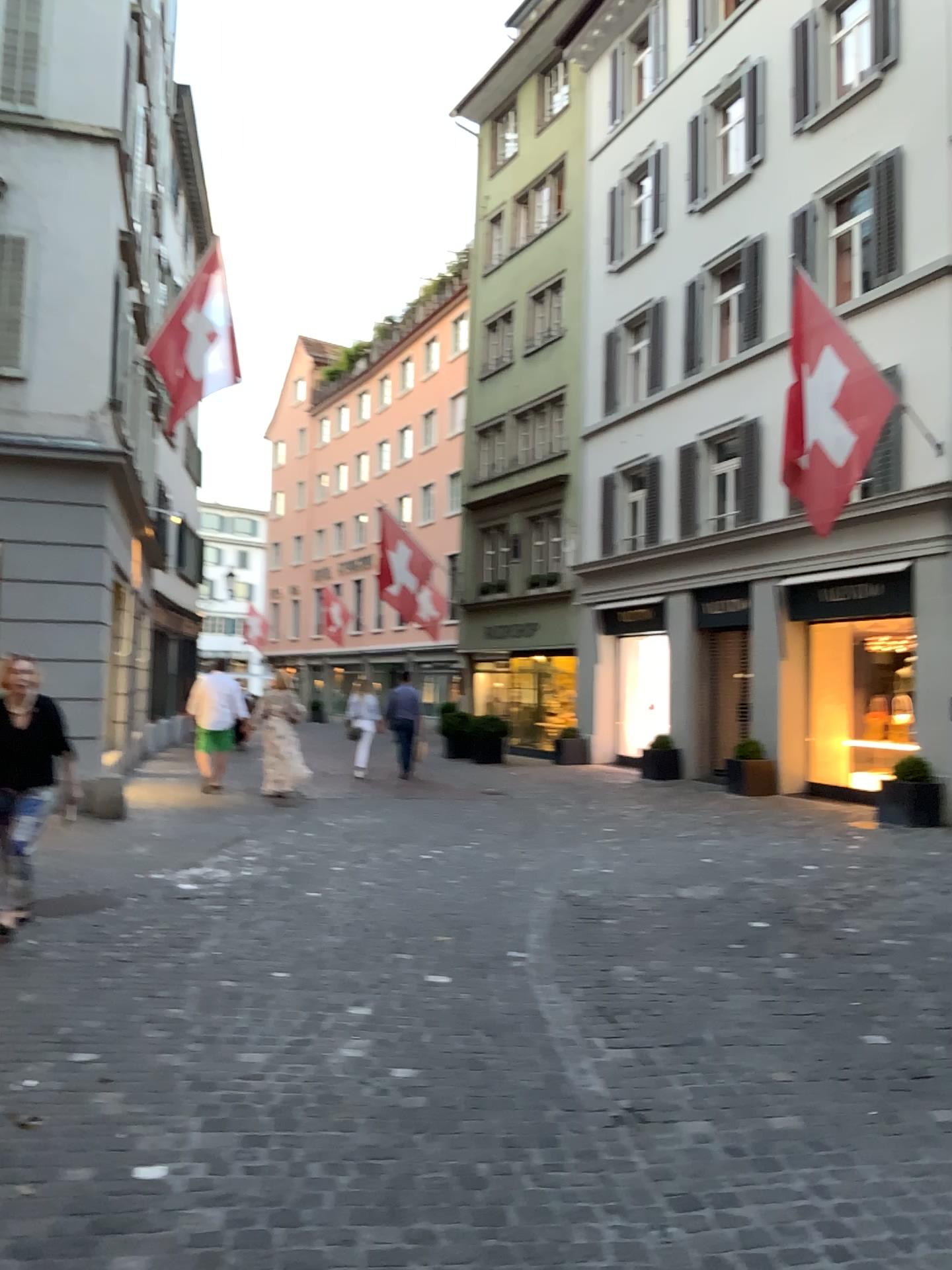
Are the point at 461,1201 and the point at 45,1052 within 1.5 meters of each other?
no
